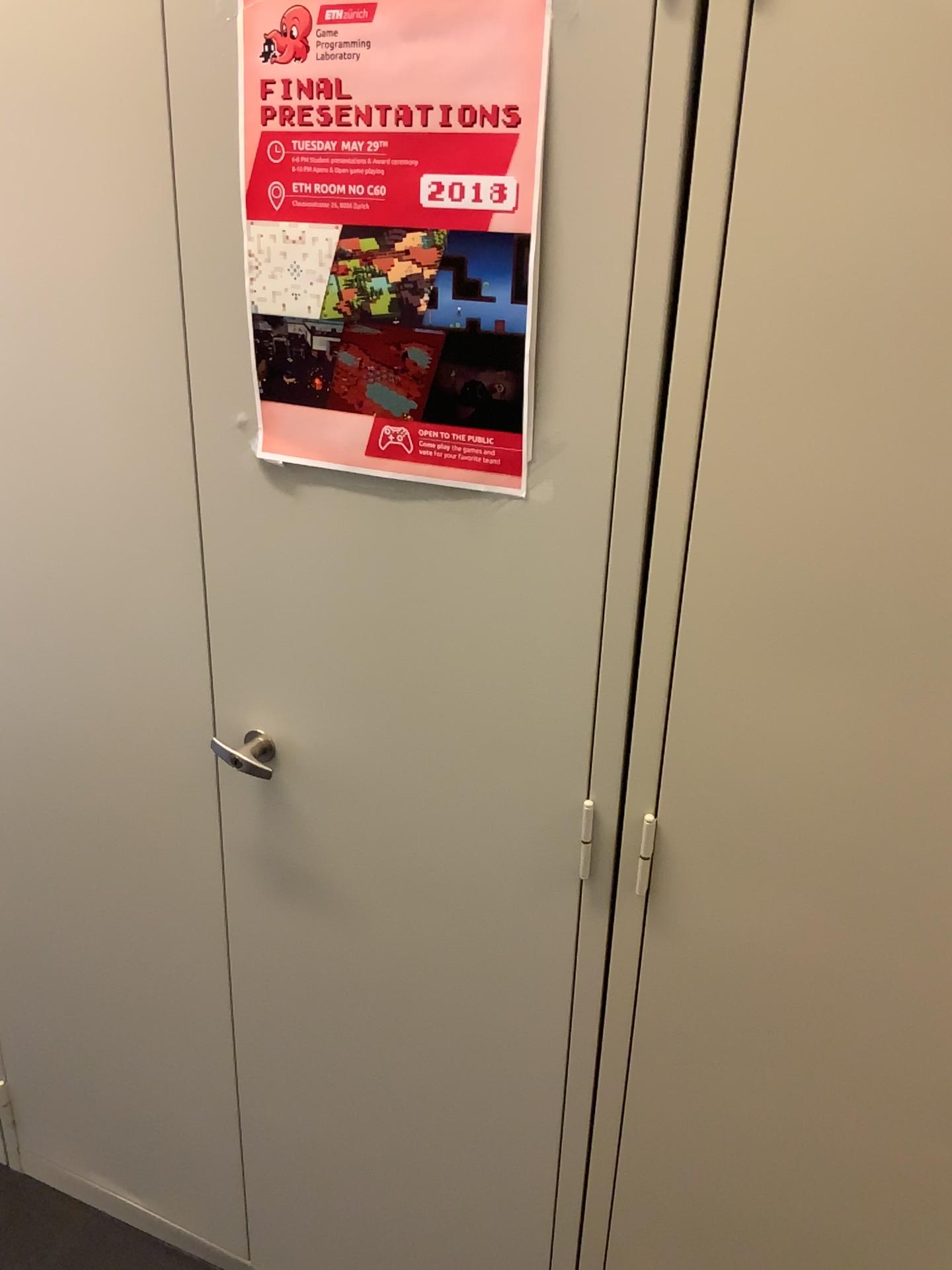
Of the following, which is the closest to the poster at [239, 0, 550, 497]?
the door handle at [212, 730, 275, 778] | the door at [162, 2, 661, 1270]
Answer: the door at [162, 2, 661, 1270]

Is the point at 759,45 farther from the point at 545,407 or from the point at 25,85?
the point at 25,85

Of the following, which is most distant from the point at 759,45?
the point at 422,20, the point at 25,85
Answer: the point at 25,85

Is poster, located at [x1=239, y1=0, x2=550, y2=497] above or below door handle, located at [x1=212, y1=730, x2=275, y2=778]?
above

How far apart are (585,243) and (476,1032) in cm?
88

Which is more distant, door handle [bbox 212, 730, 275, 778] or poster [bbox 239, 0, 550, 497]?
door handle [bbox 212, 730, 275, 778]

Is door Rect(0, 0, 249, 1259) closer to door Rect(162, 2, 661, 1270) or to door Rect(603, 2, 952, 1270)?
door Rect(162, 2, 661, 1270)

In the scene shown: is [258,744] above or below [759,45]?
below

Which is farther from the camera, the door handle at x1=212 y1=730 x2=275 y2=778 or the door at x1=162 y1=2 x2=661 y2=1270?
the door handle at x1=212 y1=730 x2=275 y2=778

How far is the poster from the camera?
0.88m
